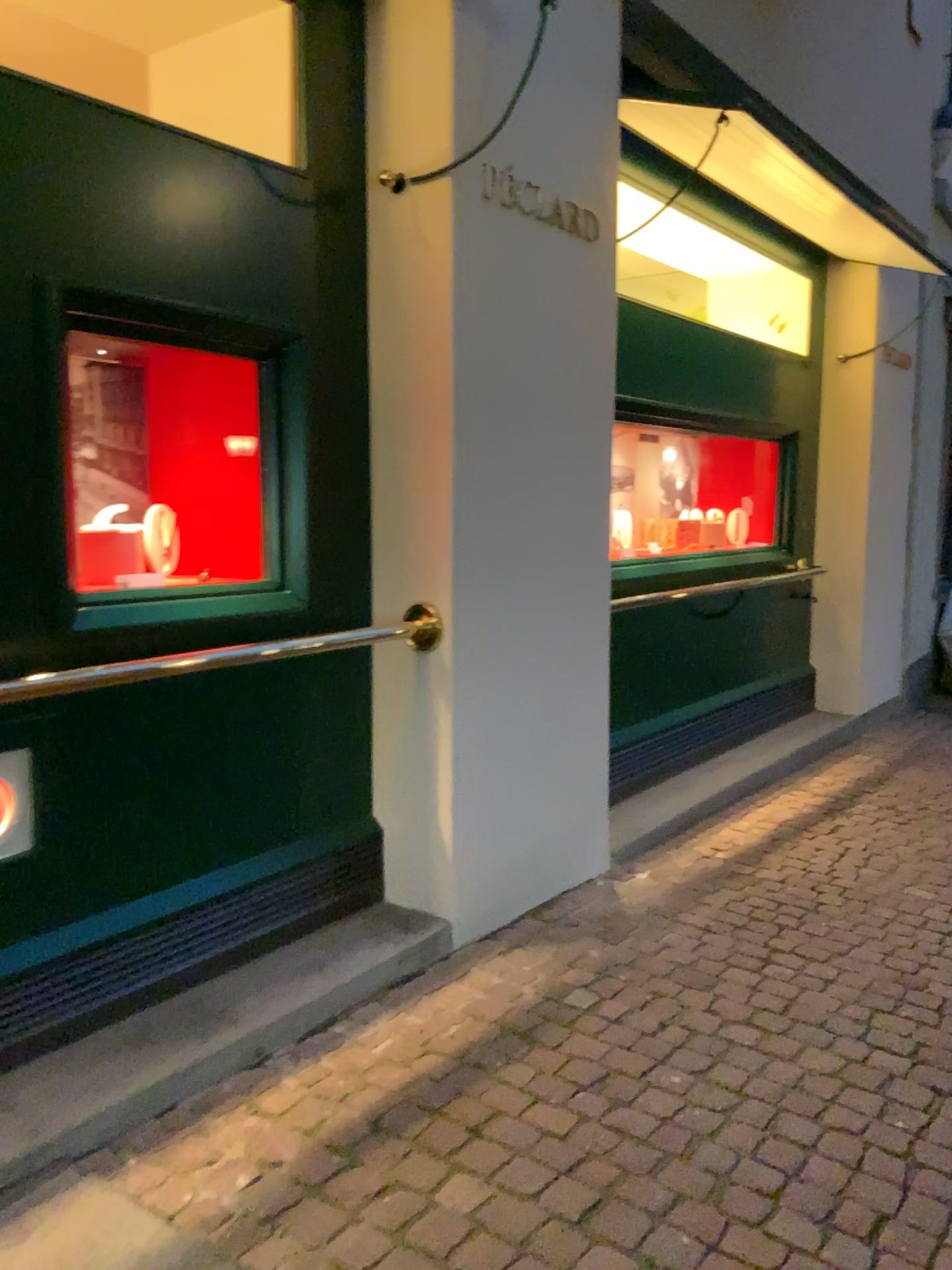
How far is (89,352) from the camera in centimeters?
292cm

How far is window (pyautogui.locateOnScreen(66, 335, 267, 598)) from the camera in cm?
292

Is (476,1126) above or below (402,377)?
below

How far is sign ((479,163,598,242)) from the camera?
3.2 meters

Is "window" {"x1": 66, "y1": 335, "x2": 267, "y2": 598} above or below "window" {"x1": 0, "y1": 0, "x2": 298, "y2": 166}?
below

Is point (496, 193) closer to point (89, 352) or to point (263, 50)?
point (263, 50)

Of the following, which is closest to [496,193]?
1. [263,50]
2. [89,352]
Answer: [263,50]

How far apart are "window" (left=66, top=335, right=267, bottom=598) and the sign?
0.9 meters

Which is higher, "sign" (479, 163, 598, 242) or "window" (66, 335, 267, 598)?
"sign" (479, 163, 598, 242)
